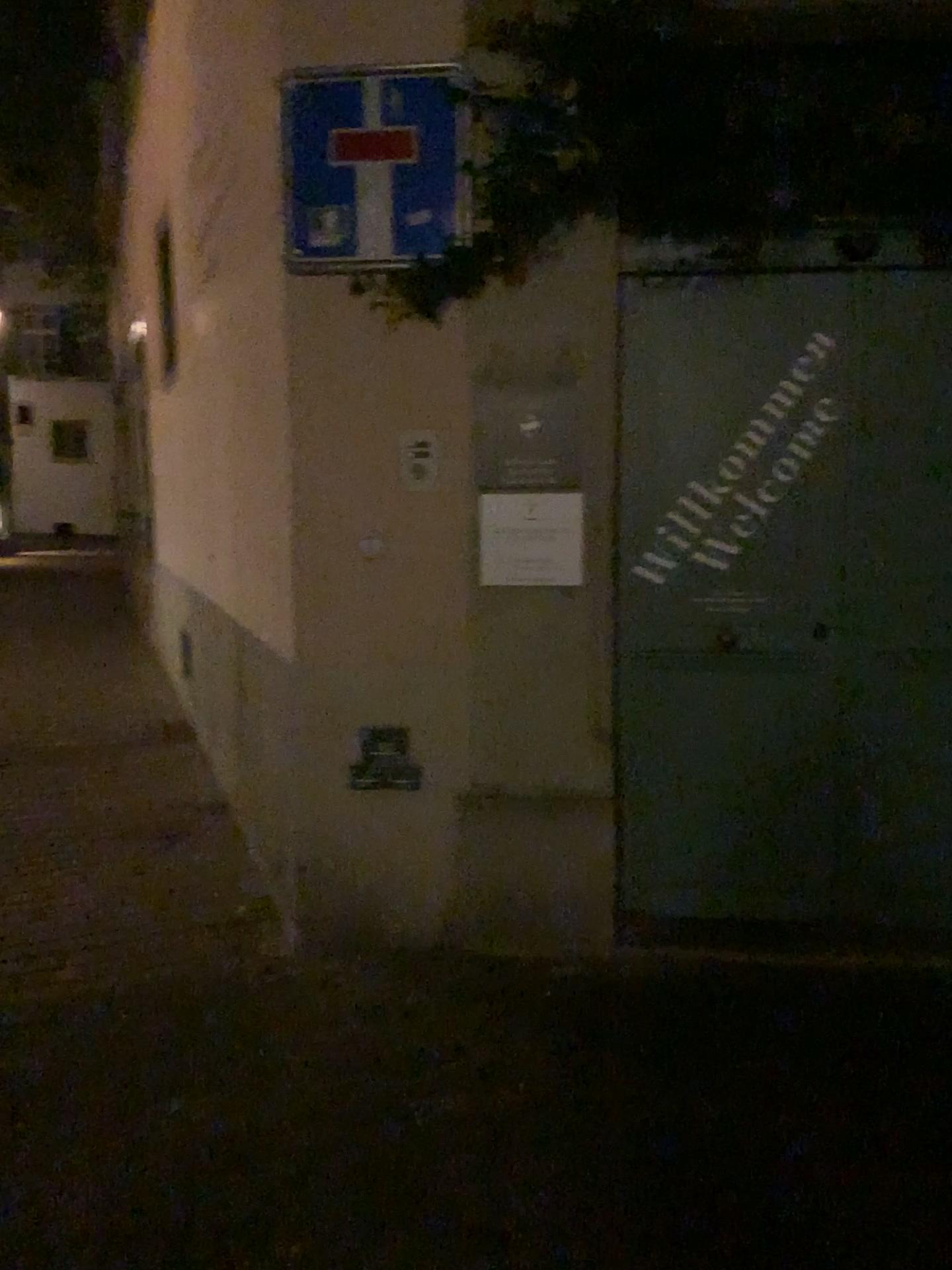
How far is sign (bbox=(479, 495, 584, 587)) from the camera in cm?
310

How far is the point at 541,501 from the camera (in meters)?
3.10

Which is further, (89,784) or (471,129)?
(89,784)
